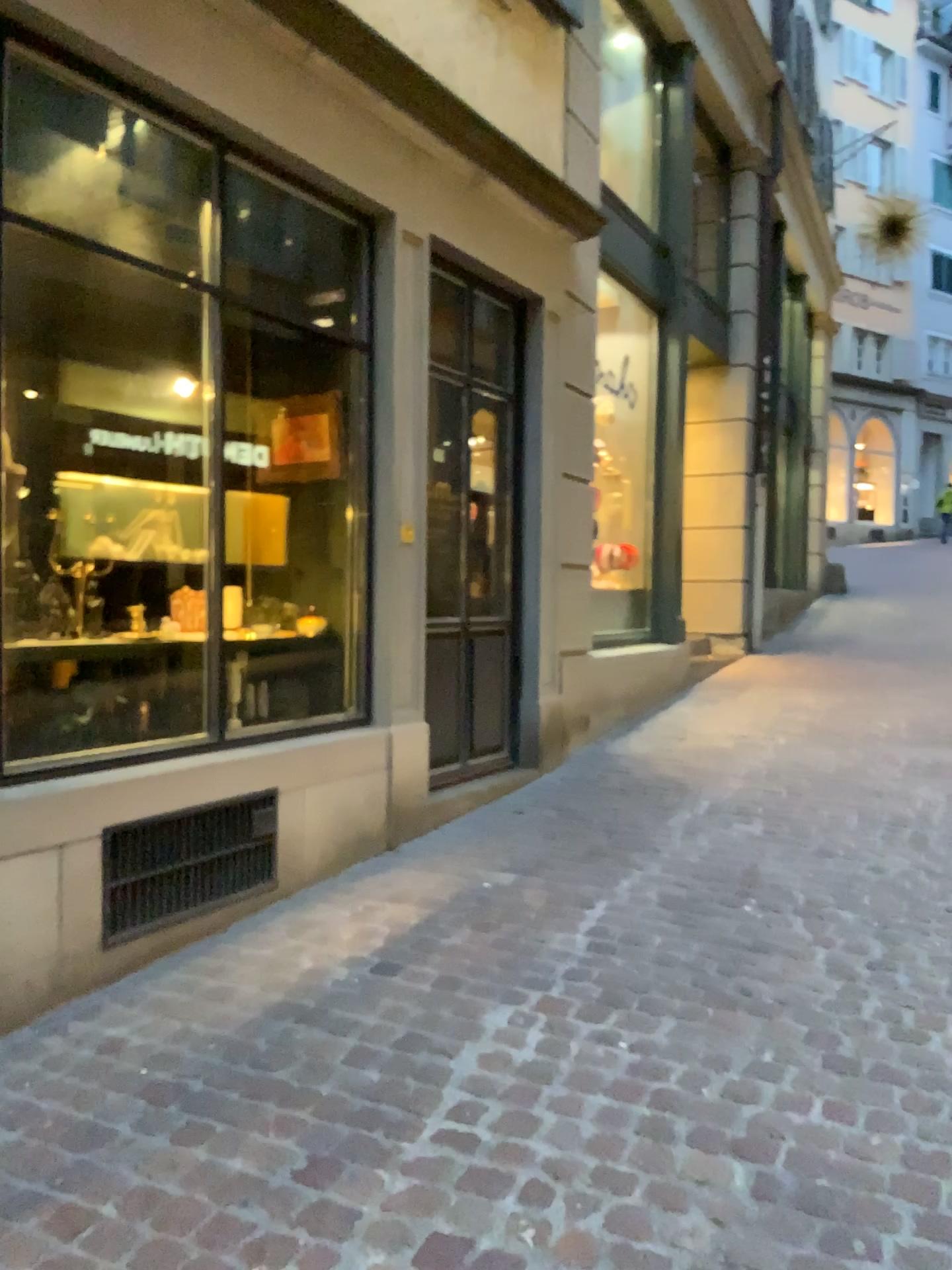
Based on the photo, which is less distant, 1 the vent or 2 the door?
1 the vent

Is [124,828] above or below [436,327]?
below

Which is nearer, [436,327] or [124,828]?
[124,828]

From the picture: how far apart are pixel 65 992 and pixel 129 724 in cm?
88
